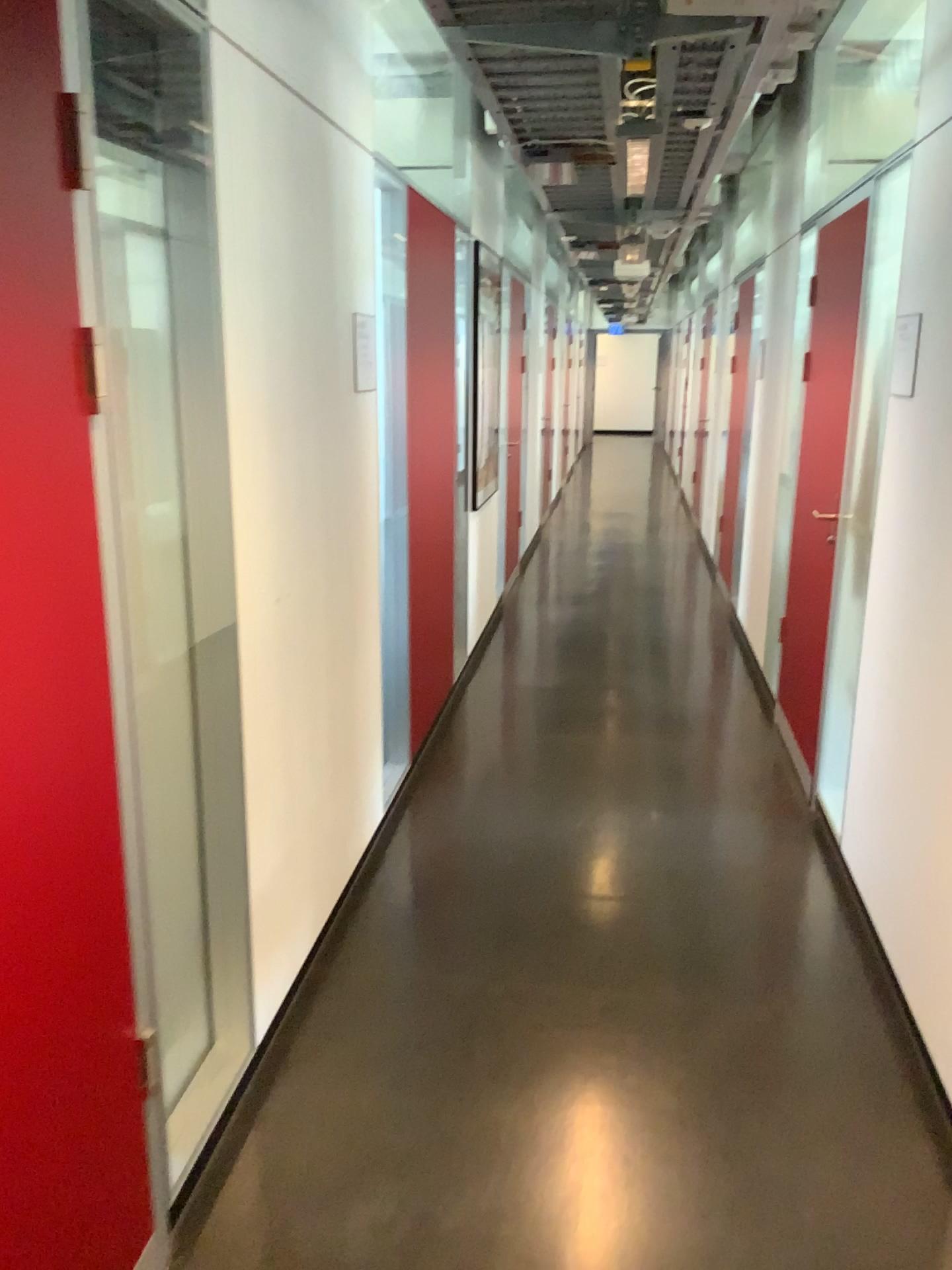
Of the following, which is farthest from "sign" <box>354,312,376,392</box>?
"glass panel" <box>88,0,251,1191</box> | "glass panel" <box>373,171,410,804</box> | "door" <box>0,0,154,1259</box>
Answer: "door" <box>0,0,154,1259</box>

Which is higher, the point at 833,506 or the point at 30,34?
the point at 30,34

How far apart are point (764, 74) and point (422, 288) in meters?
1.4 m

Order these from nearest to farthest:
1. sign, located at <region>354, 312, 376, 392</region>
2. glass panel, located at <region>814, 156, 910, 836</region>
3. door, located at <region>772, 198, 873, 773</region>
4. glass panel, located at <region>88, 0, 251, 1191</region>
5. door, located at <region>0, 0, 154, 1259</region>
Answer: door, located at <region>0, 0, 154, 1259</region> < glass panel, located at <region>88, 0, 251, 1191</region> < sign, located at <region>354, 312, 376, 392</region> < glass panel, located at <region>814, 156, 910, 836</region> < door, located at <region>772, 198, 873, 773</region>

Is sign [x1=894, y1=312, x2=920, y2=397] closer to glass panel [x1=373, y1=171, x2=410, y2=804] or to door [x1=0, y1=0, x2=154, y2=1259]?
glass panel [x1=373, y1=171, x2=410, y2=804]

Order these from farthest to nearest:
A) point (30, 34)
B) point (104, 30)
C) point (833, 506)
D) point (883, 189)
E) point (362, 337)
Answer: point (833, 506), point (883, 189), point (362, 337), point (104, 30), point (30, 34)

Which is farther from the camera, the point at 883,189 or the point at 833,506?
the point at 833,506

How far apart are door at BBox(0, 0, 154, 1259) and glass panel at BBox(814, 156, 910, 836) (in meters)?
2.39

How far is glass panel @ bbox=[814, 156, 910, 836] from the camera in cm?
334

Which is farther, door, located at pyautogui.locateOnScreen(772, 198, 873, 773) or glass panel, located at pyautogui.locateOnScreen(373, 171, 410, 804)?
door, located at pyautogui.locateOnScreen(772, 198, 873, 773)
